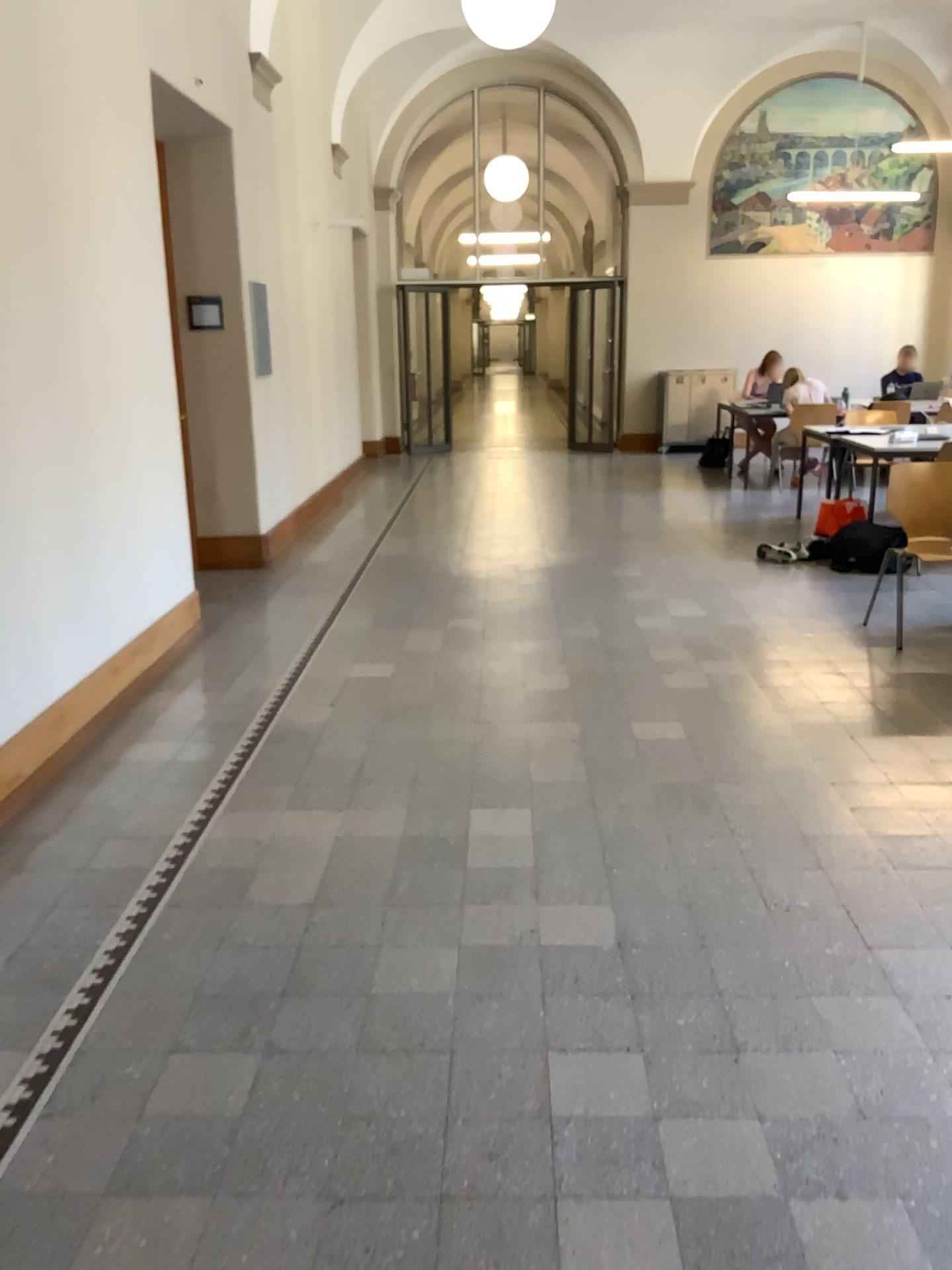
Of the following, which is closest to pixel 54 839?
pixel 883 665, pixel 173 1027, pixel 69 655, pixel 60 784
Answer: pixel 60 784
